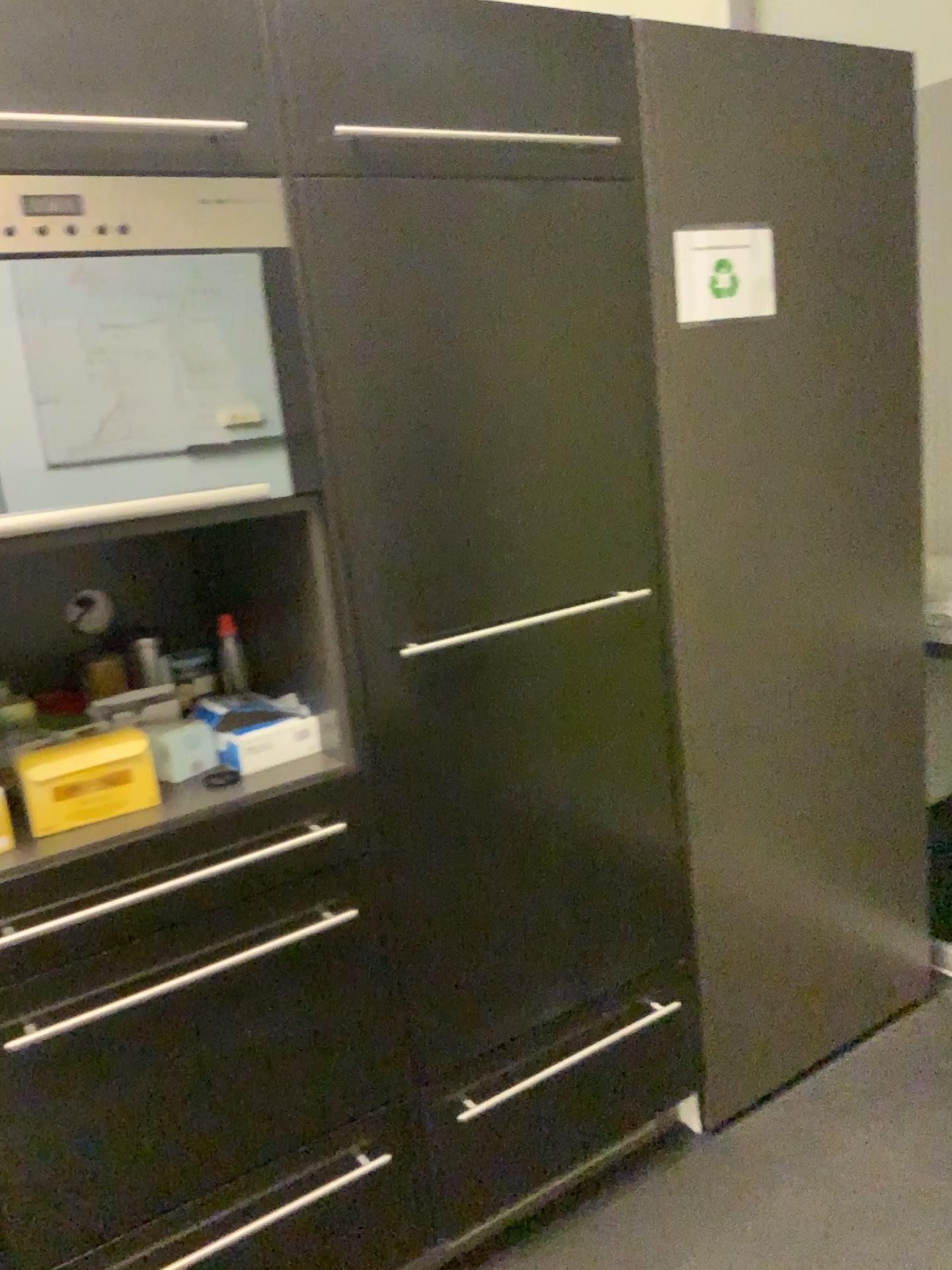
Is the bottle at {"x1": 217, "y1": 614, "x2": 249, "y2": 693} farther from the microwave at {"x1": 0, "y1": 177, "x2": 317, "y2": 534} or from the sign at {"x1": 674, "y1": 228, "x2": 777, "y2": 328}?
the sign at {"x1": 674, "y1": 228, "x2": 777, "y2": 328}

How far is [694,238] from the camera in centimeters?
168cm

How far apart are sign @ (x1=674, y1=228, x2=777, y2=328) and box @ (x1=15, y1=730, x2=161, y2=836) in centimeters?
105cm

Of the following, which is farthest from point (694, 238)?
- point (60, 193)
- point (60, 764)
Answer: point (60, 764)

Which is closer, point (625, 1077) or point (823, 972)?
point (625, 1077)

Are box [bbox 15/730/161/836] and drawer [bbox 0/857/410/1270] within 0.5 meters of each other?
yes

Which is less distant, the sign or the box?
the box

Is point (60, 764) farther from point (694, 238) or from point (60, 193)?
point (694, 238)

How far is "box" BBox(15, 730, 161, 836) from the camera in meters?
1.3 m

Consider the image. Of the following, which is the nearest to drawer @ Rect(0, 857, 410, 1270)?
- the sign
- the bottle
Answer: the bottle
